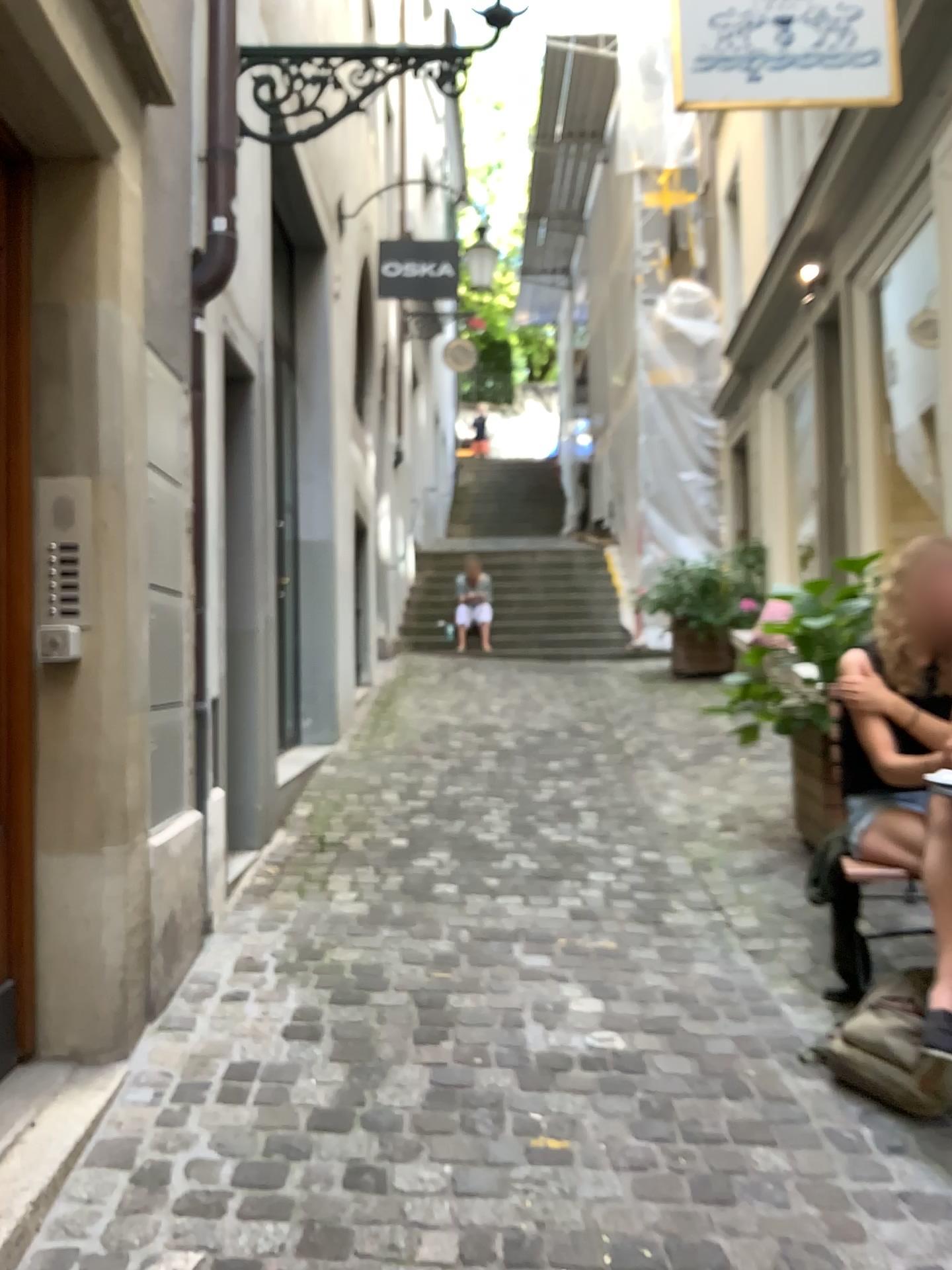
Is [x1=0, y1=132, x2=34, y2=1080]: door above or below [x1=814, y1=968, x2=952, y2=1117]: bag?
above

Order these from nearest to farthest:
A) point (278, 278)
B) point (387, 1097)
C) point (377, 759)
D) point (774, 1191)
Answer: point (774, 1191)
point (387, 1097)
point (278, 278)
point (377, 759)

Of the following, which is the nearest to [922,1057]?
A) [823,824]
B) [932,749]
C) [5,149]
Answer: [932,749]

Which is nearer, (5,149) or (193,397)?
(5,149)

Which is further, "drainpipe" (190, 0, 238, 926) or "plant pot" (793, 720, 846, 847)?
"plant pot" (793, 720, 846, 847)

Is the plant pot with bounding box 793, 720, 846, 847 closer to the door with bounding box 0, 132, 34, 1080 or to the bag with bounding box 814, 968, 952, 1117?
the bag with bounding box 814, 968, 952, 1117

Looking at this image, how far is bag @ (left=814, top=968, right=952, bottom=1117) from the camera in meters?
2.3 m

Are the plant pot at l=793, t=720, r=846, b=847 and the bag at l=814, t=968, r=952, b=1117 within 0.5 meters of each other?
no

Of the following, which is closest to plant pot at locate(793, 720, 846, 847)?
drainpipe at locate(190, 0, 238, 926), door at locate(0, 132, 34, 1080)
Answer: drainpipe at locate(190, 0, 238, 926)

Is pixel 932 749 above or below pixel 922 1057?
above
